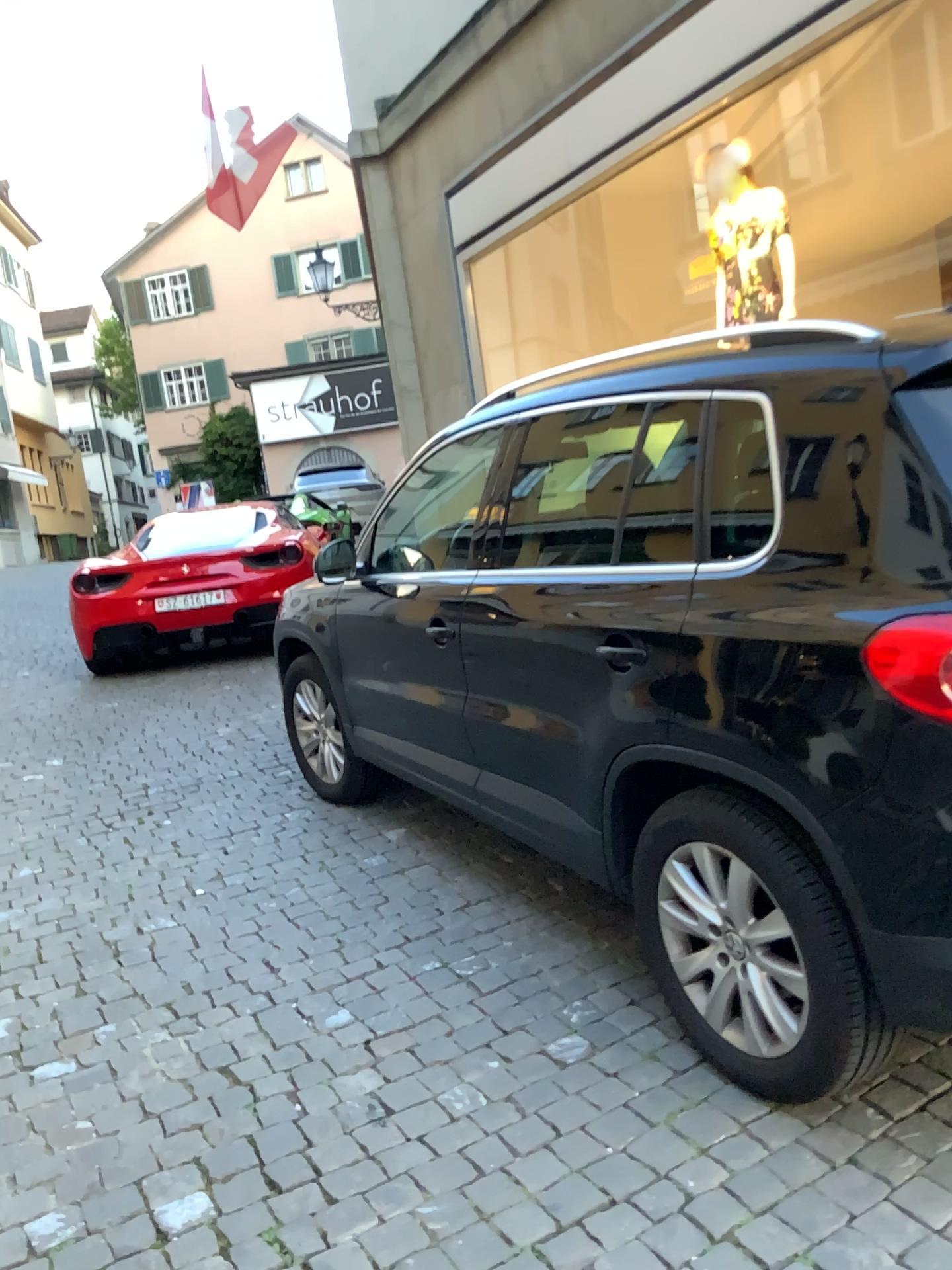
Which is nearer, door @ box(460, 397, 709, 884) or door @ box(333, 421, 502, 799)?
door @ box(460, 397, 709, 884)

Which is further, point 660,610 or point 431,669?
point 431,669

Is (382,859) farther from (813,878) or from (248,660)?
(248,660)
